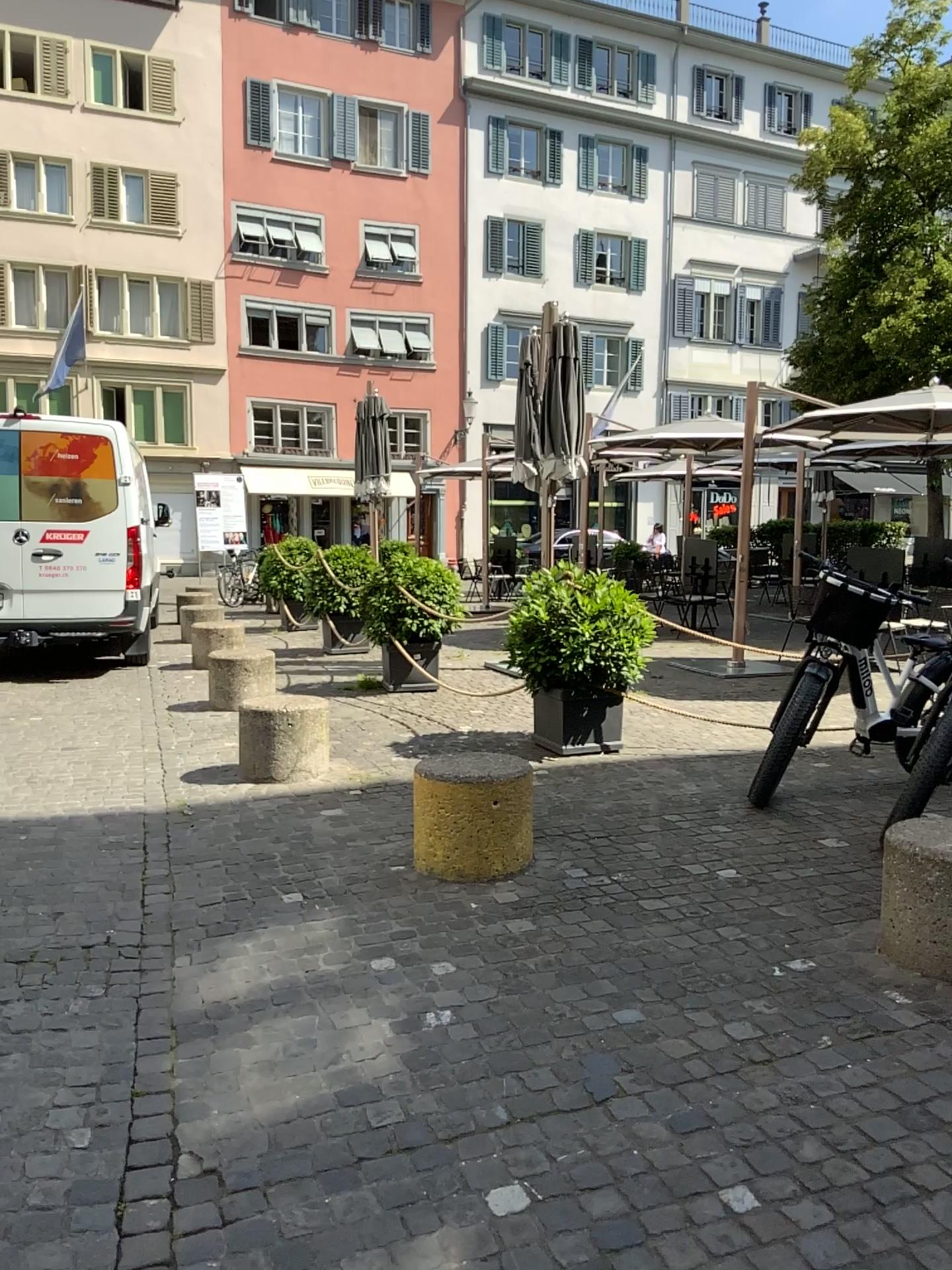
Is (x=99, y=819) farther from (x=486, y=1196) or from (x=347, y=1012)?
(x=486, y=1196)

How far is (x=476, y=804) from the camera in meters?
4.2 m

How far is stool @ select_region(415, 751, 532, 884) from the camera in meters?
4.2 m
